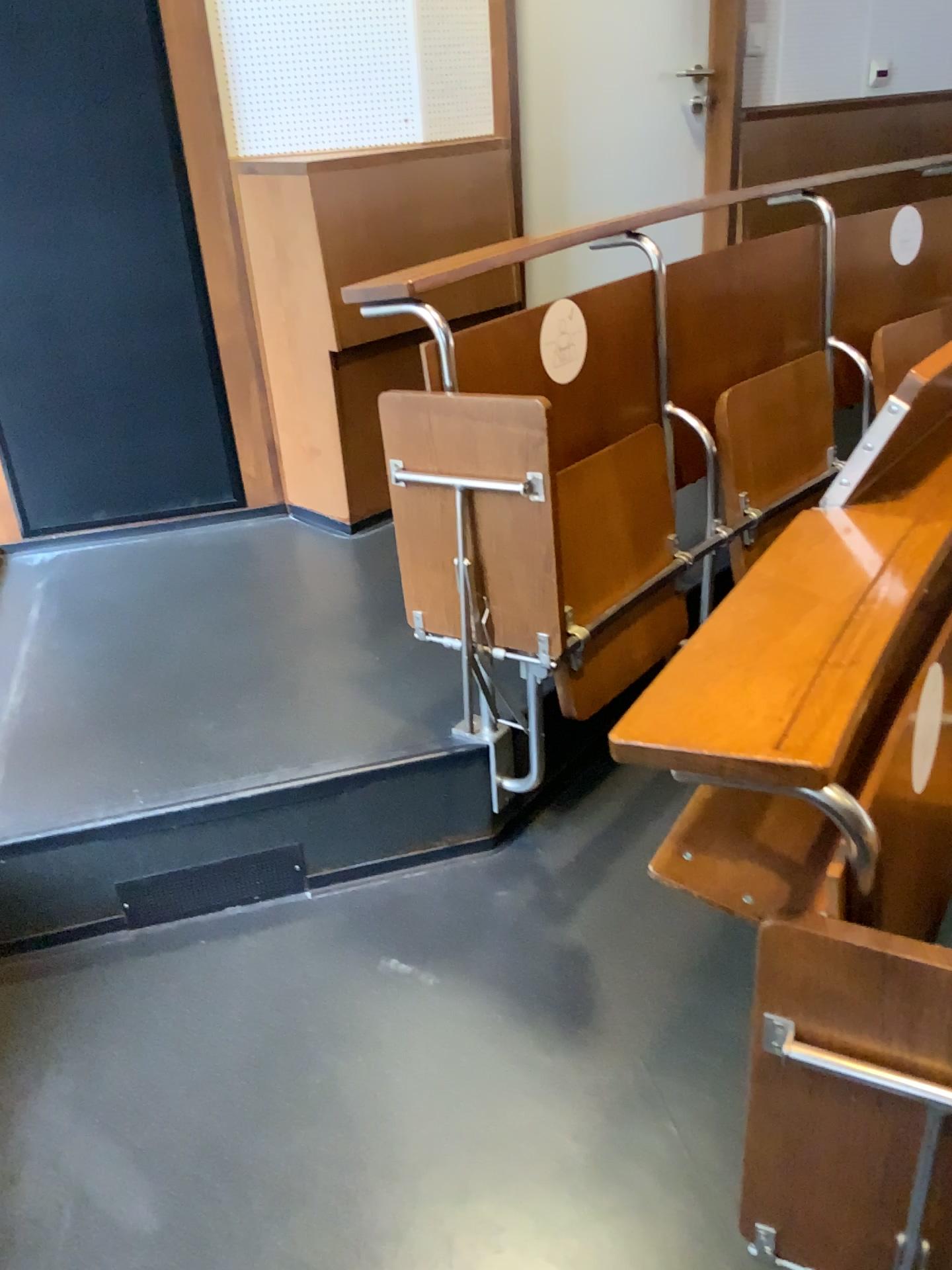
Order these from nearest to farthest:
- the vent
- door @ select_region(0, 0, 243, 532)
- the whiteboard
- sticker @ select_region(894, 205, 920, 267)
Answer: the vent, door @ select_region(0, 0, 243, 532), sticker @ select_region(894, 205, 920, 267), the whiteboard

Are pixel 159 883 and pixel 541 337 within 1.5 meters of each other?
yes

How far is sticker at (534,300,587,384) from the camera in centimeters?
184cm

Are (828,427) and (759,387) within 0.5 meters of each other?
yes

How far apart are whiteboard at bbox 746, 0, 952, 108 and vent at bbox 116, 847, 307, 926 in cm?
284

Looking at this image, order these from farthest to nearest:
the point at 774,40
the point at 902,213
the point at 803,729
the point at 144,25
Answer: the point at 774,40, the point at 902,213, the point at 144,25, the point at 803,729

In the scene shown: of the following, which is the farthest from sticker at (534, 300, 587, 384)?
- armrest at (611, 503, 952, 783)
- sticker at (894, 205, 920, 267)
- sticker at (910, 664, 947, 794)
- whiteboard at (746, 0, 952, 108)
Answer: whiteboard at (746, 0, 952, 108)

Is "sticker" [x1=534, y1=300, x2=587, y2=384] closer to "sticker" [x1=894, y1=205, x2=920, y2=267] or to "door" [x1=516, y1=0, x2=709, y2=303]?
"door" [x1=516, y1=0, x2=709, y2=303]

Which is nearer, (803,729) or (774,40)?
(803,729)

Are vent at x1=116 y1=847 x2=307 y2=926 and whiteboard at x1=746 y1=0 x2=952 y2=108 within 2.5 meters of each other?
no
